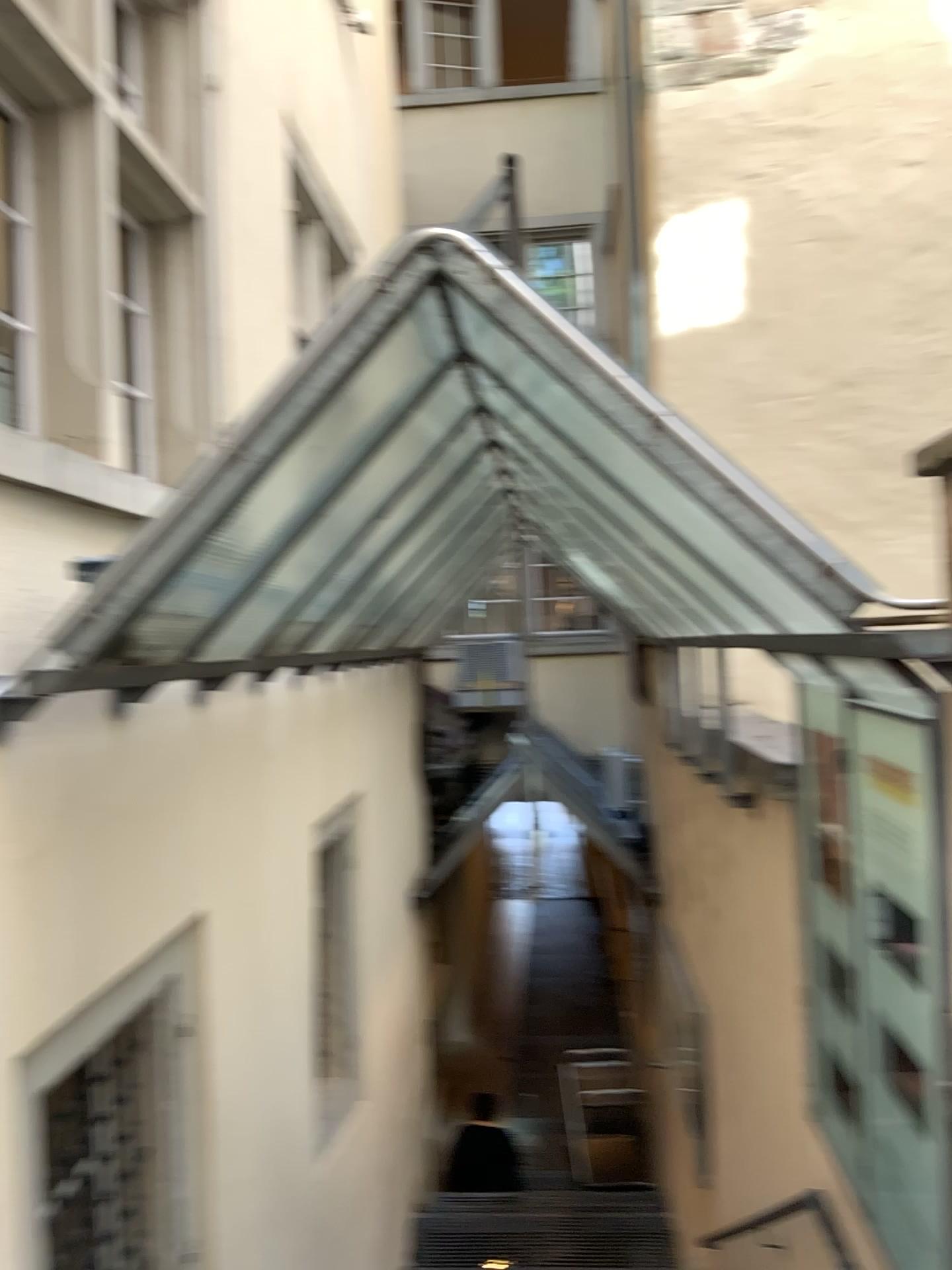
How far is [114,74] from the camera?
3.2m

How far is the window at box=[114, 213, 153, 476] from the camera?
3.53m

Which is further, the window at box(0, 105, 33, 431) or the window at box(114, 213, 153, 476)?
the window at box(114, 213, 153, 476)

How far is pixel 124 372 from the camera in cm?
353

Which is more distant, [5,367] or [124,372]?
[124,372]
